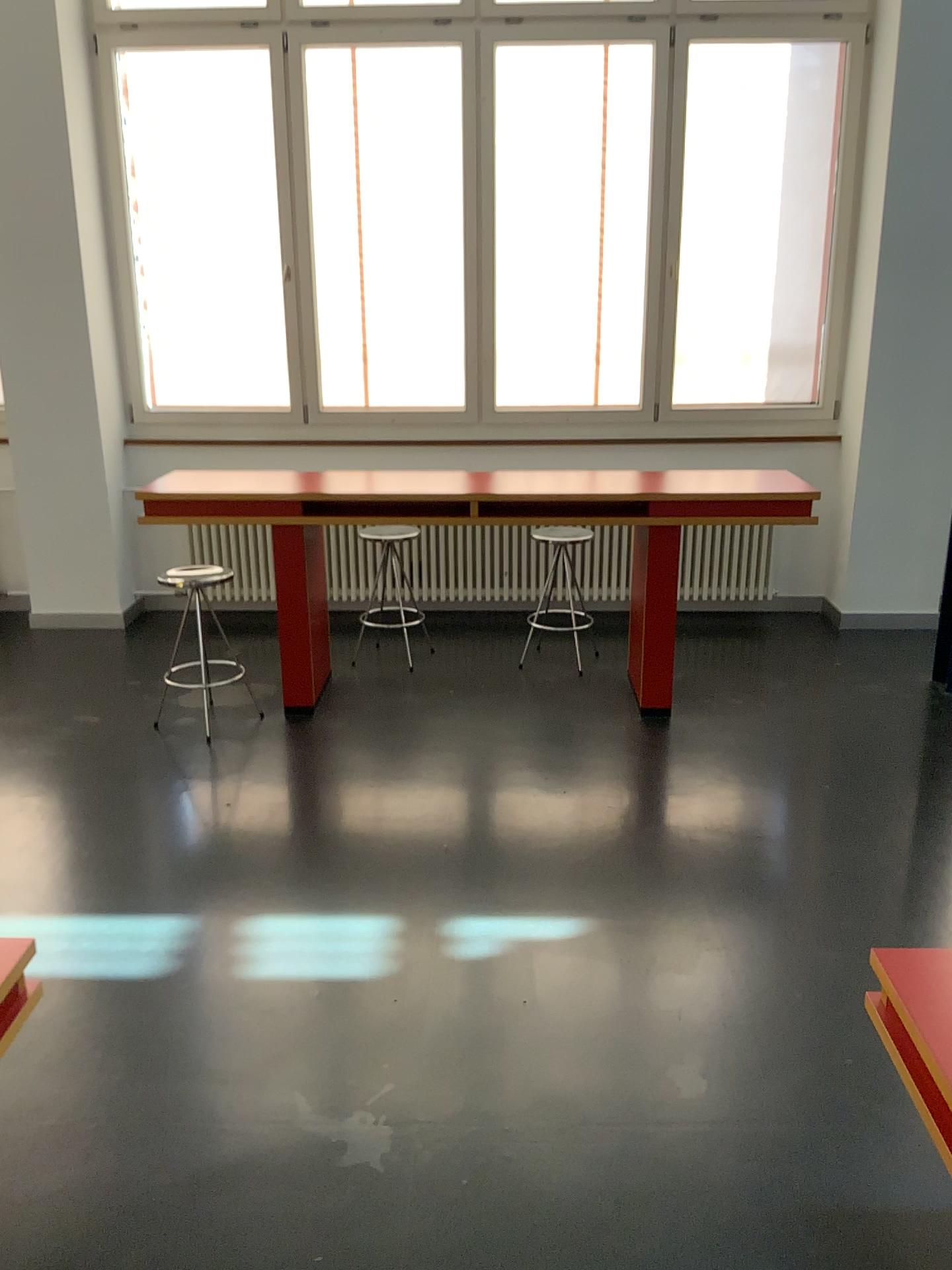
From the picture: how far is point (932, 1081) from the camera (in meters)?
1.73

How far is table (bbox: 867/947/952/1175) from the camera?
1.7 meters

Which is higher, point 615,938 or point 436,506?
point 436,506
